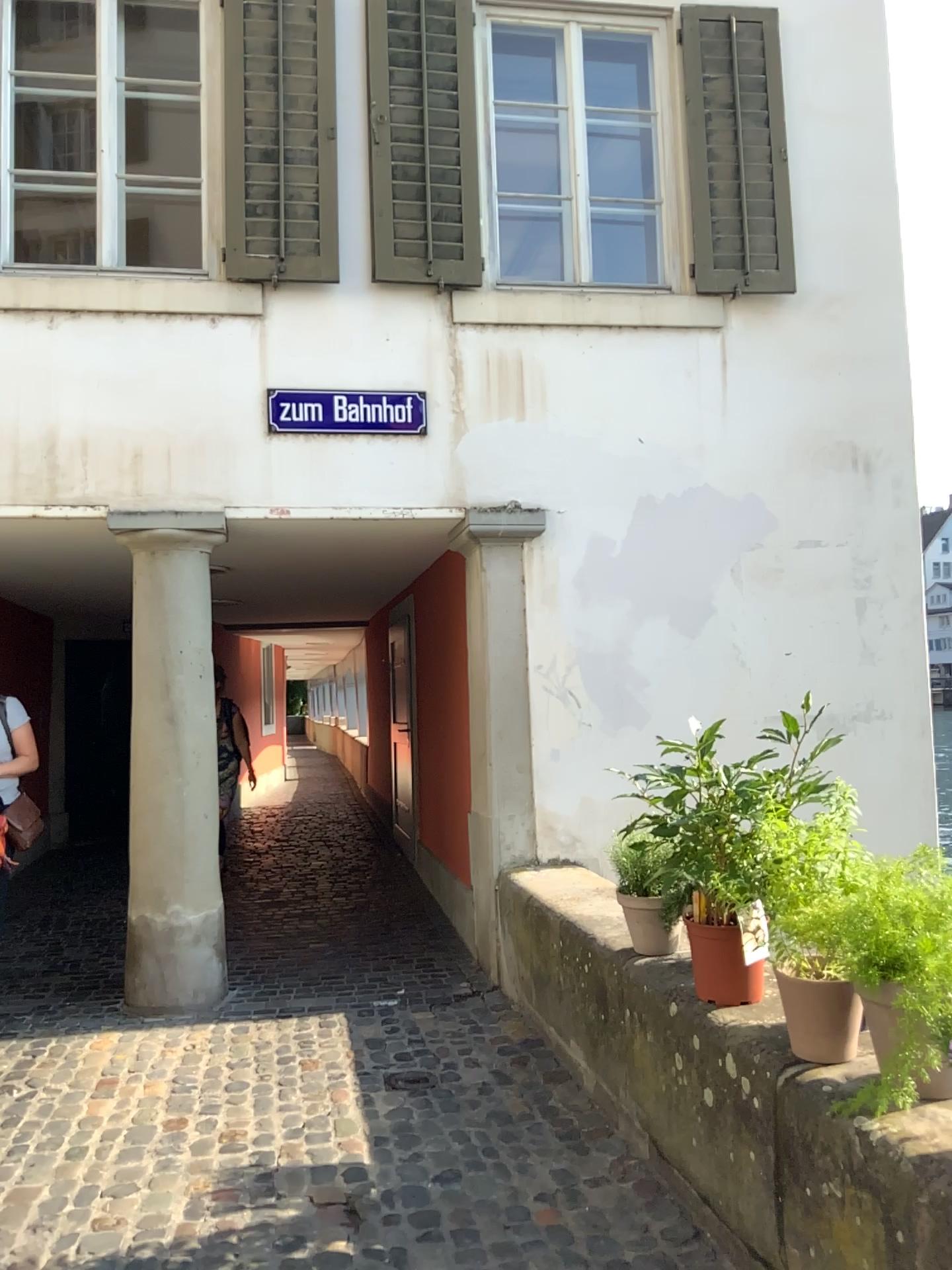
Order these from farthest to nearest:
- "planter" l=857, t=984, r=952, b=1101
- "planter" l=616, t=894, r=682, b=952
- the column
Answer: the column → "planter" l=616, t=894, r=682, b=952 → "planter" l=857, t=984, r=952, b=1101

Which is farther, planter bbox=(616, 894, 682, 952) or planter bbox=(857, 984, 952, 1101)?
planter bbox=(616, 894, 682, 952)

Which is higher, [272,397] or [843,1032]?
[272,397]

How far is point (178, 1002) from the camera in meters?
4.6

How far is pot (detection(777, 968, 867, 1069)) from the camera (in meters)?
2.29

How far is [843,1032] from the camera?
2.30m

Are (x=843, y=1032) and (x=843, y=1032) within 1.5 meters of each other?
yes

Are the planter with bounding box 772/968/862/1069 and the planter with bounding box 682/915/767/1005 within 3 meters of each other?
yes

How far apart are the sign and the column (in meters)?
0.51

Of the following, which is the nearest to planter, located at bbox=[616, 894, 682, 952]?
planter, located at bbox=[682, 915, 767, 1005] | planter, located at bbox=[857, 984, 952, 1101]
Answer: planter, located at bbox=[682, 915, 767, 1005]
